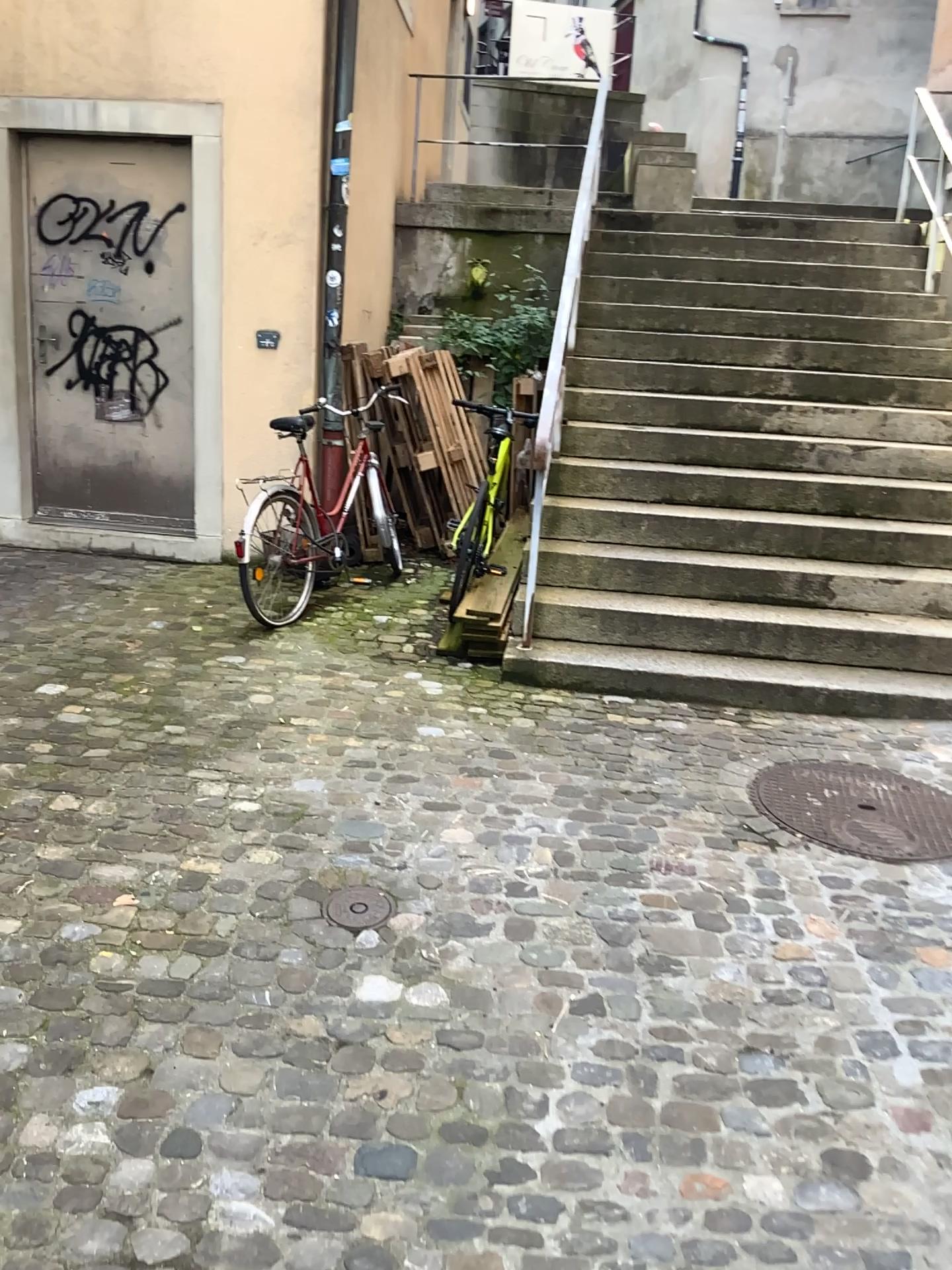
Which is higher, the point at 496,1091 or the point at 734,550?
the point at 734,550

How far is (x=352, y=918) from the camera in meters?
2.7 m

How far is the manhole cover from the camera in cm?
267

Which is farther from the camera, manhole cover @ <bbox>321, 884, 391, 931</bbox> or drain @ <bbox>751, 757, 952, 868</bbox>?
drain @ <bbox>751, 757, 952, 868</bbox>

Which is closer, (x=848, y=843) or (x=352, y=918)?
(x=352, y=918)
